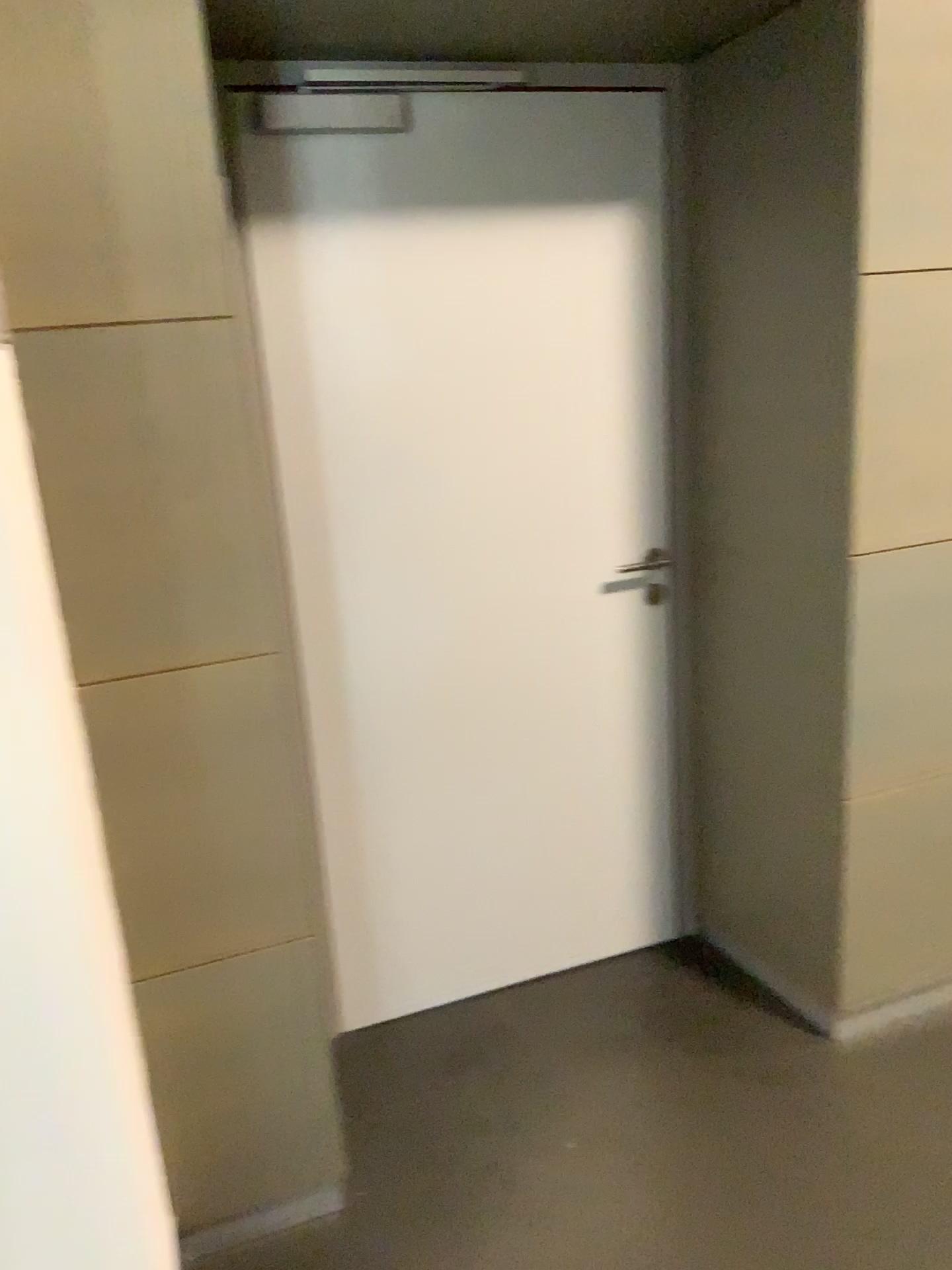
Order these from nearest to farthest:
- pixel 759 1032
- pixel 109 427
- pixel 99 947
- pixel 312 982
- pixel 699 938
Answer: pixel 99 947 → pixel 109 427 → pixel 312 982 → pixel 759 1032 → pixel 699 938
